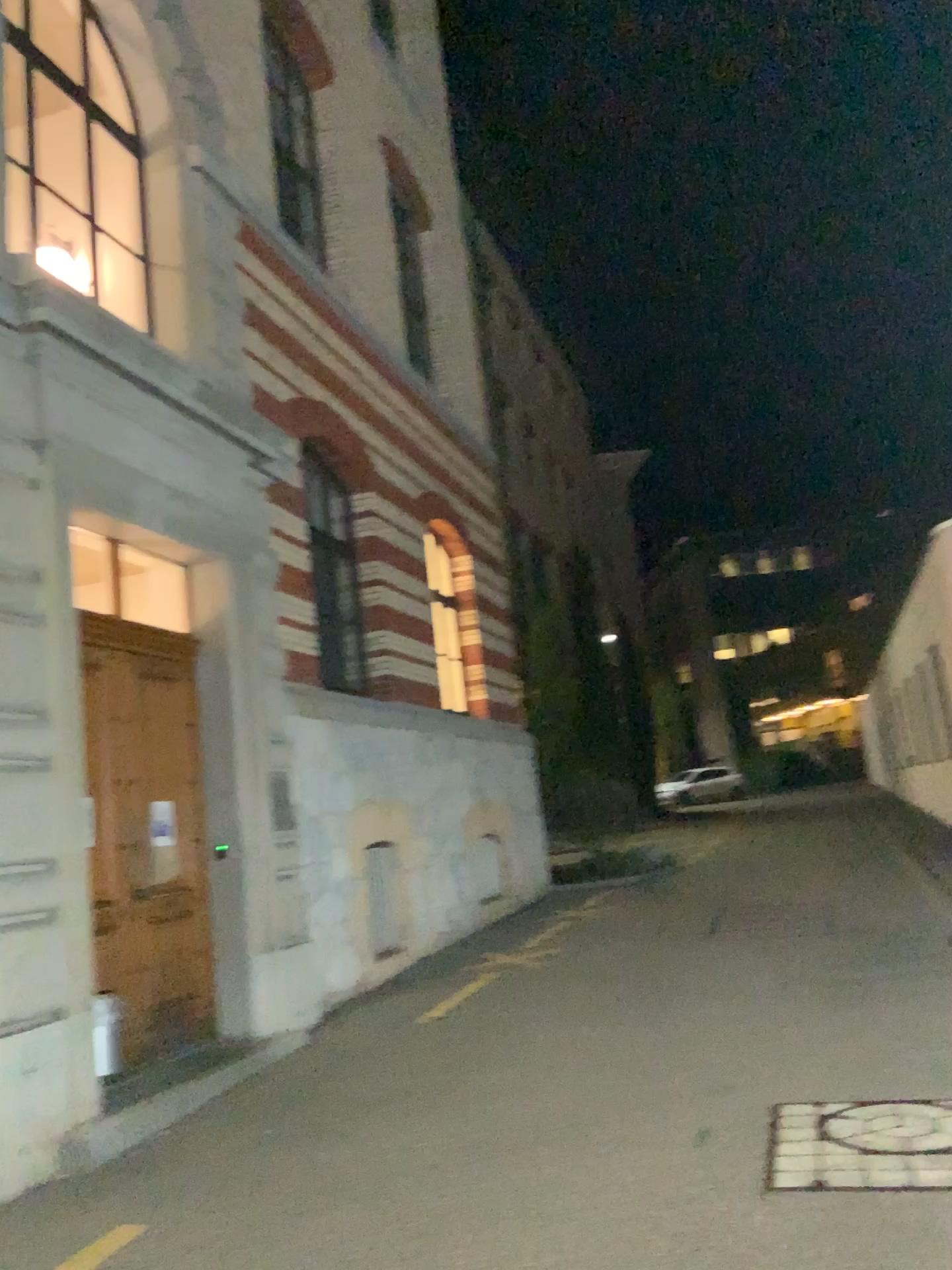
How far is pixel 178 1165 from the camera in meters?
4.6 m
